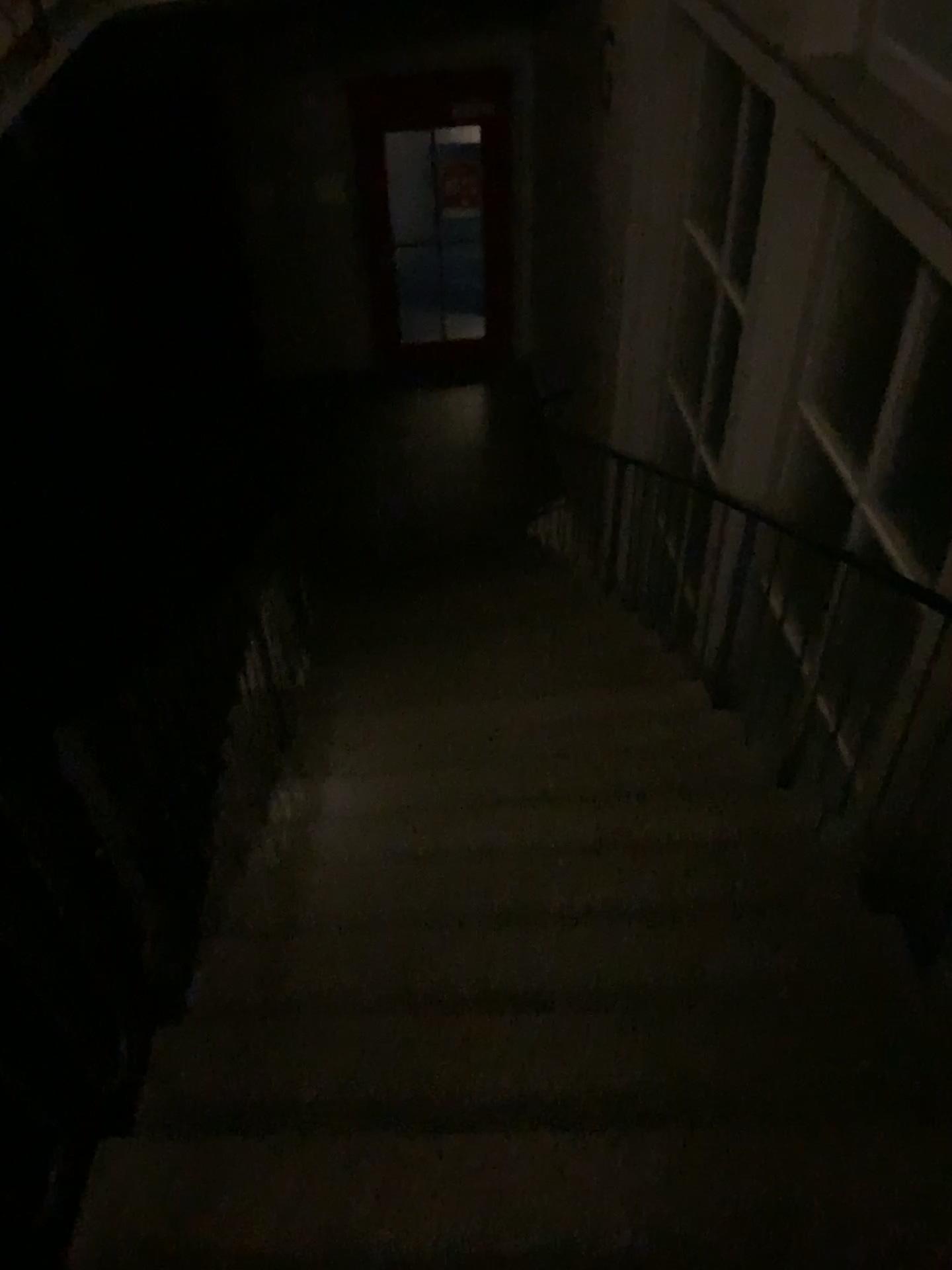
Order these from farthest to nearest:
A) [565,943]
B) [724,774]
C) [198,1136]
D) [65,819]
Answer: [724,774], [565,943], [198,1136], [65,819]
